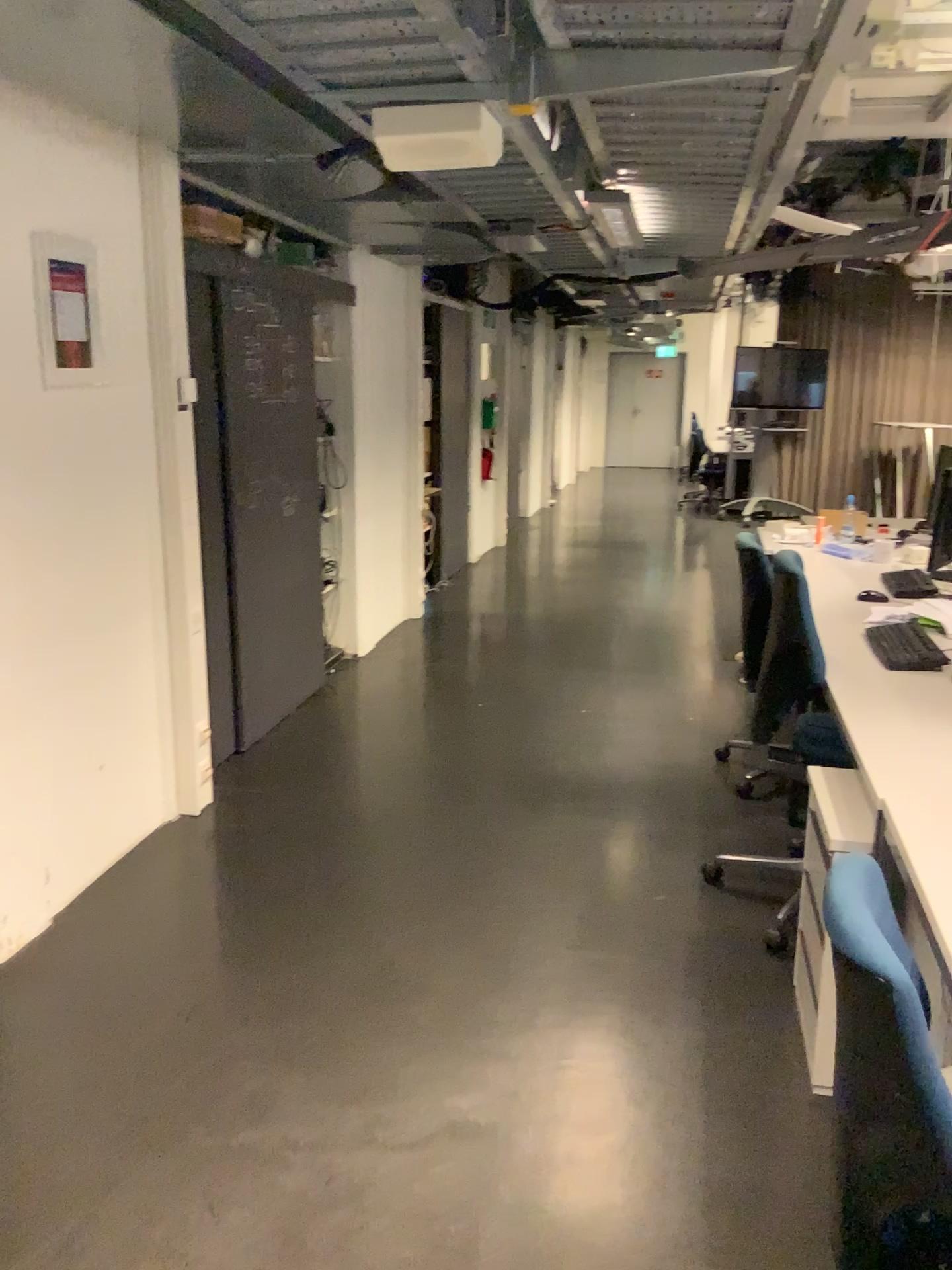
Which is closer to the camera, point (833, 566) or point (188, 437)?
point (188, 437)
